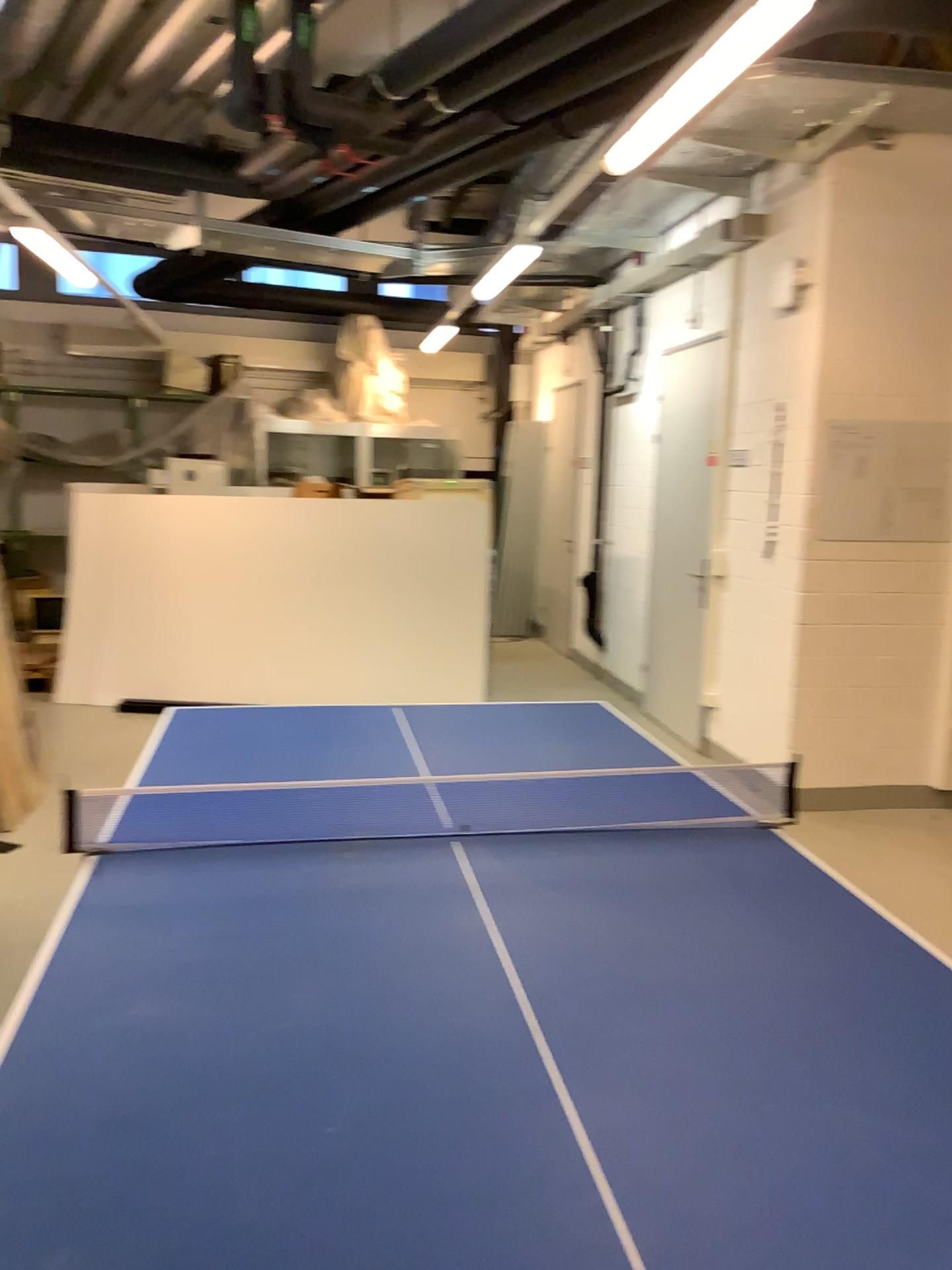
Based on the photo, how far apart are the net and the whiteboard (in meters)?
2.68

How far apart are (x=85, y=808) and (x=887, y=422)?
3.9 meters

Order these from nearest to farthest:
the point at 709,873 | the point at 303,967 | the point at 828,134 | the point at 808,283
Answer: the point at 303,967 → the point at 709,873 → the point at 828,134 → the point at 808,283

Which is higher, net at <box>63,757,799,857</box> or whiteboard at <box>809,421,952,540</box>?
whiteboard at <box>809,421,952,540</box>

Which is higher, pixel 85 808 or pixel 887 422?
pixel 887 422

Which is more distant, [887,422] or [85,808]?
[887,422]

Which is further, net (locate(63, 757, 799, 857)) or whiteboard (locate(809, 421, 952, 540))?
whiteboard (locate(809, 421, 952, 540))

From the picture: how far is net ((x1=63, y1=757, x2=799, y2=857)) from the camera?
2.19m

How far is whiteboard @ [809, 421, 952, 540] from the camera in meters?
4.8 m
